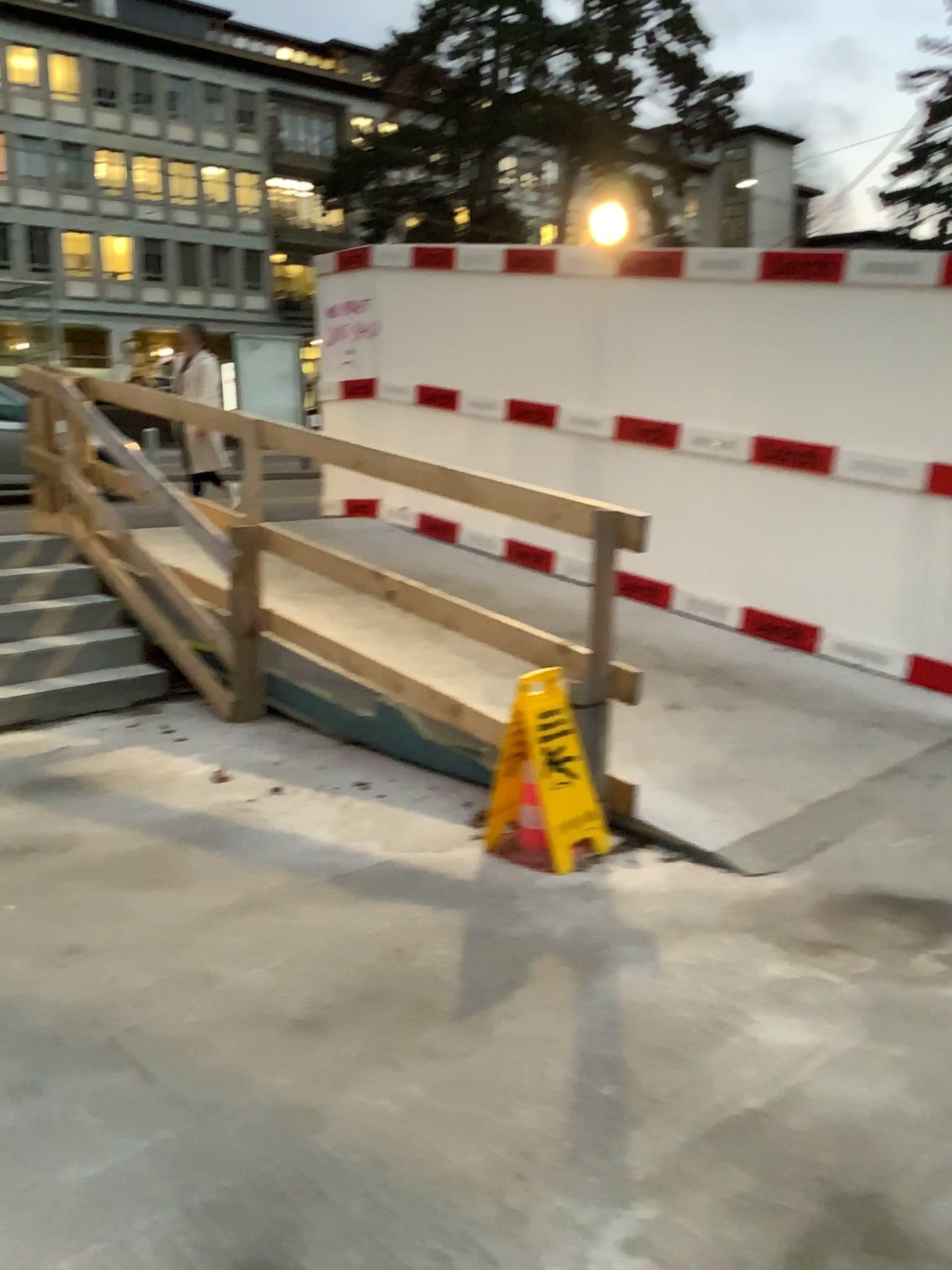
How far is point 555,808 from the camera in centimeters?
341cm

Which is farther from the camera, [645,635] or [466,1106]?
[645,635]

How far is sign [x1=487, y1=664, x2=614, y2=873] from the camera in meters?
3.4 m
